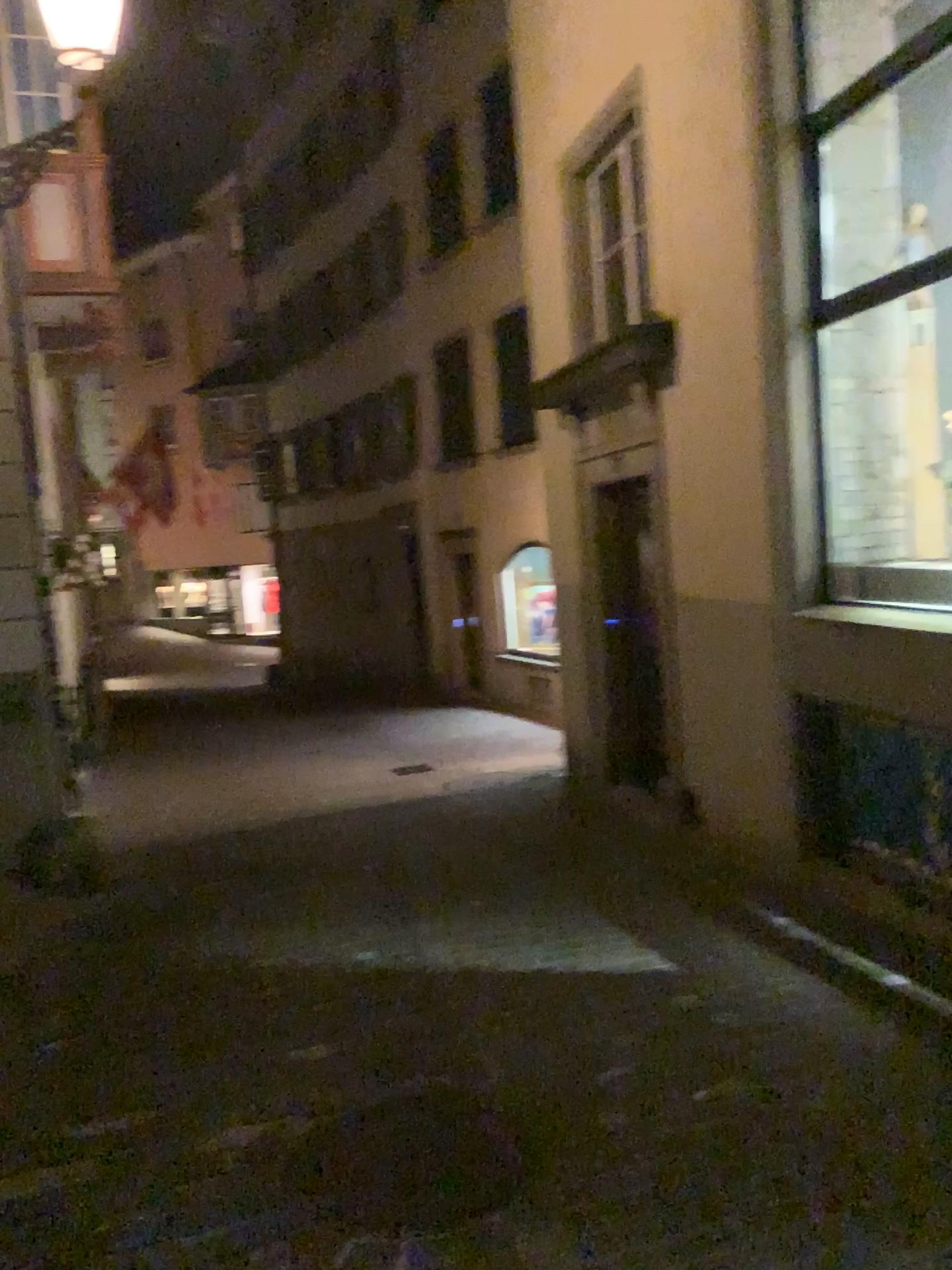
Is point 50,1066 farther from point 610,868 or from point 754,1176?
point 610,868
